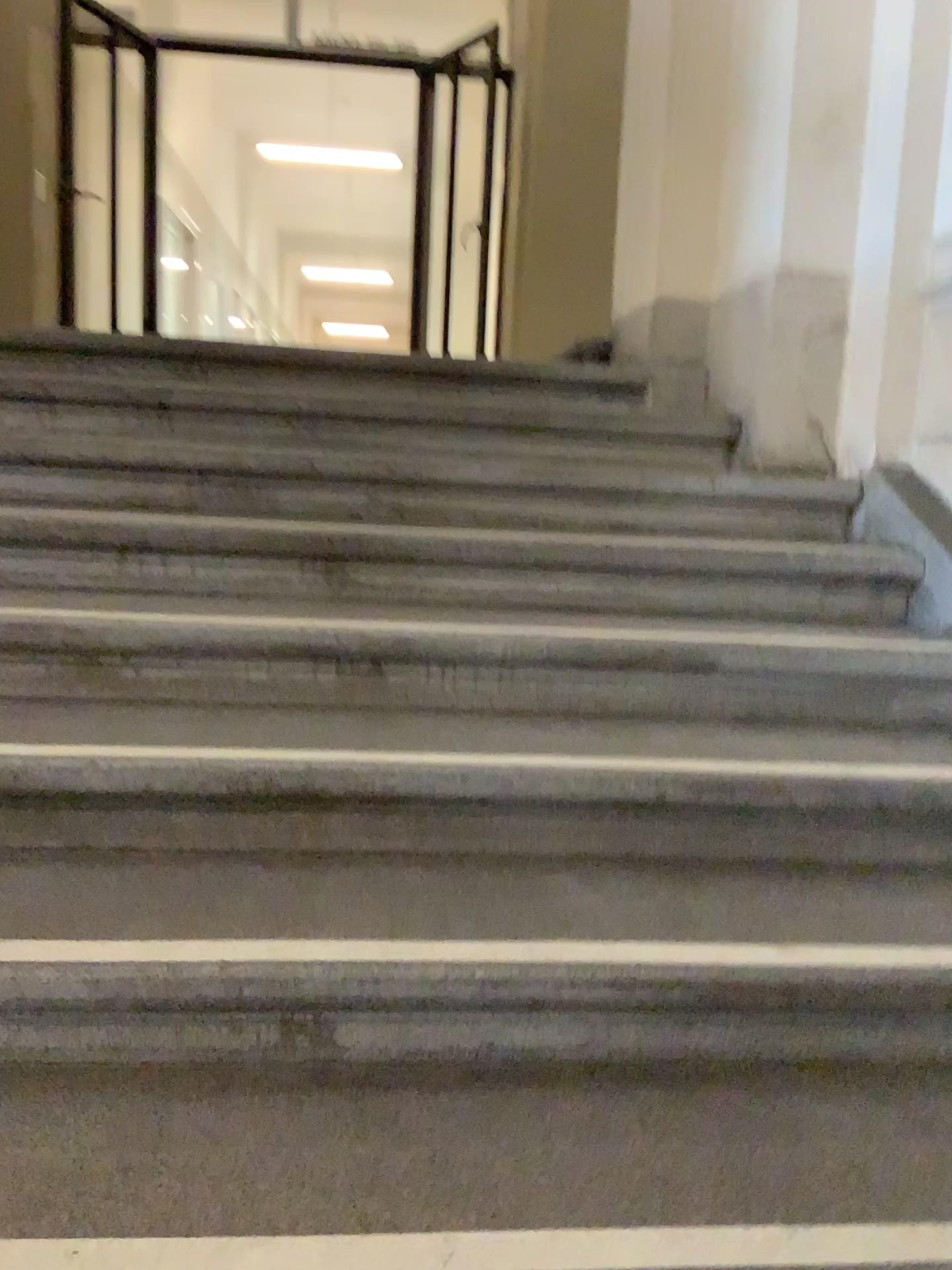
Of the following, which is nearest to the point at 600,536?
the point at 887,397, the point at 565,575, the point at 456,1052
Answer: the point at 565,575
